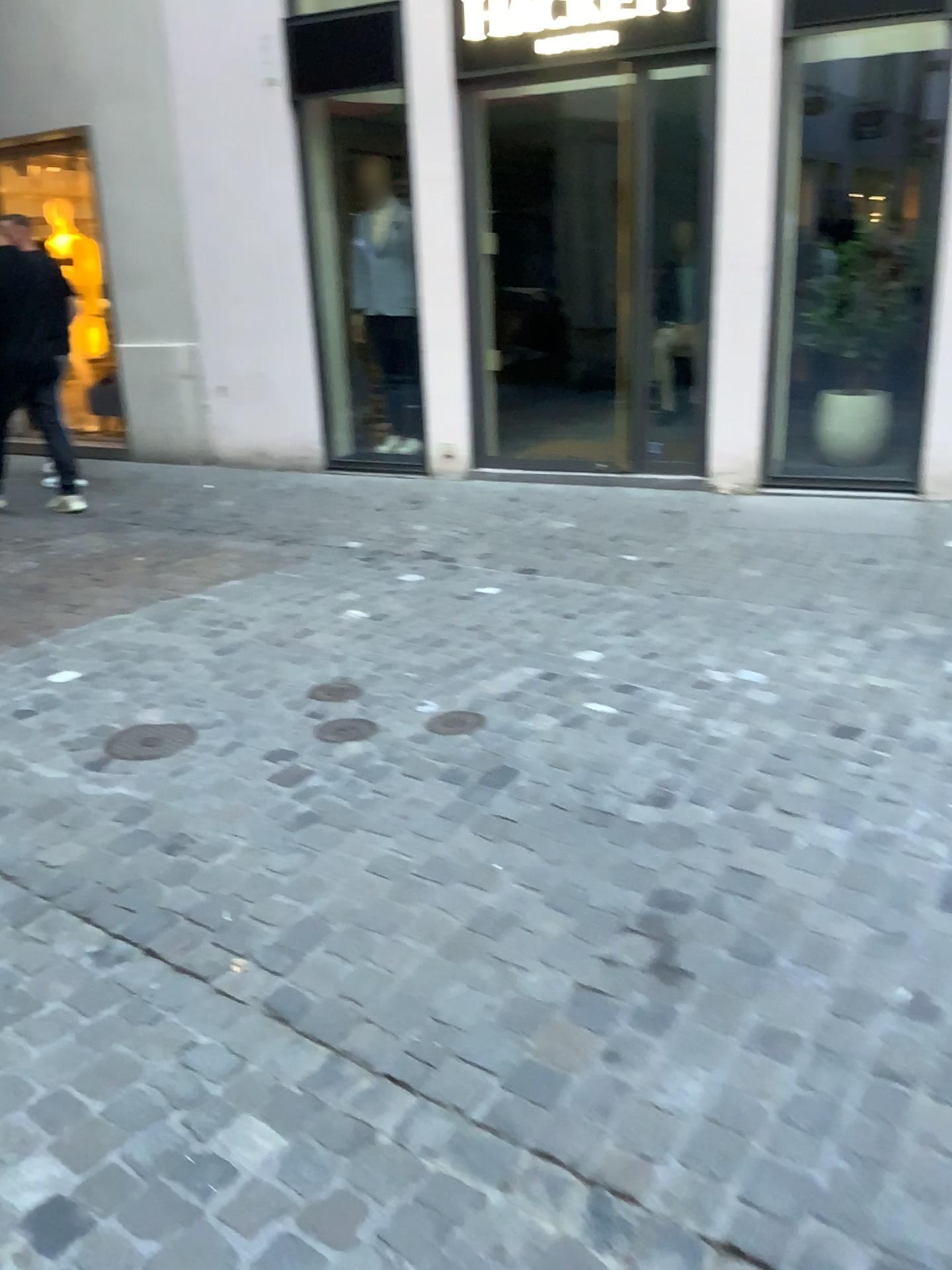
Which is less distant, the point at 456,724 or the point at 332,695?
the point at 456,724

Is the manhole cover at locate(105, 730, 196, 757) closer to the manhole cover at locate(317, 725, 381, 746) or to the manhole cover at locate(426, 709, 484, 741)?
the manhole cover at locate(317, 725, 381, 746)

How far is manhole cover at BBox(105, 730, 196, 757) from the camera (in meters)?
3.05

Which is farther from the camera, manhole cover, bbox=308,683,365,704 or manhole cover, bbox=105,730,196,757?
manhole cover, bbox=308,683,365,704

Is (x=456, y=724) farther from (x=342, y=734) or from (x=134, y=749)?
(x=134, y=749)

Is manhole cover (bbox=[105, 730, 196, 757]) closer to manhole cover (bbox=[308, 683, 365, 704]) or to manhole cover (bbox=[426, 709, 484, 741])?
manhole cover (bbox=[308, 683, 365, 704])

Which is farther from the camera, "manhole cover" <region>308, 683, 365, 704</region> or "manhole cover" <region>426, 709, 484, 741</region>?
"manhole cover" <region>308, 683, 365, 704</region>

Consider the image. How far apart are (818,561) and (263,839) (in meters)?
3.10

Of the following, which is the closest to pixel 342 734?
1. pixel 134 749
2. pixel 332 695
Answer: pixel 332 695

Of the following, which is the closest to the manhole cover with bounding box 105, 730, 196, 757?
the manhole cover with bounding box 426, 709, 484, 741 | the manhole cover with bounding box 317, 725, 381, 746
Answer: the manhole cover with bounding box 317, 725, 381, 746
